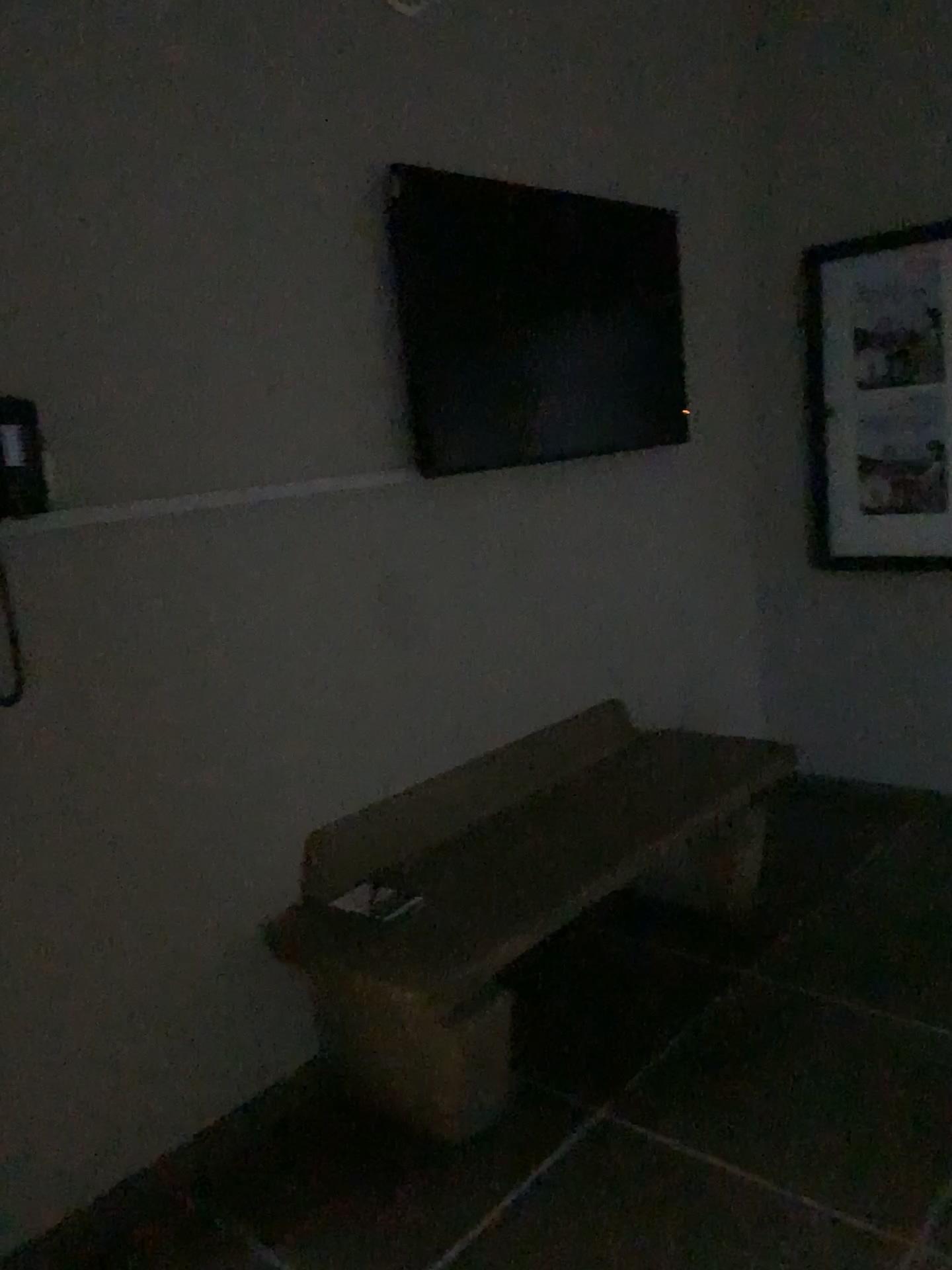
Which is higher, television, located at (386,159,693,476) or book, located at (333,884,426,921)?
television, located at (386,159,693,476)

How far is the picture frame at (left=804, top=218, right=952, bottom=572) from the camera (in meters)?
3.55

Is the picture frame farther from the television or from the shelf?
the shelf

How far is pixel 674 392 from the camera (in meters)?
3.45

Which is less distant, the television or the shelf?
the shelf

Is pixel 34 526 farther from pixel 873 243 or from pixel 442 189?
pixel 873 243

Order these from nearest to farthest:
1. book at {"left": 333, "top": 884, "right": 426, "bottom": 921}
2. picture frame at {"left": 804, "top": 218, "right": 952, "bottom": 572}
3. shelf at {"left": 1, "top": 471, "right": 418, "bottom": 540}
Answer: shelf at {"left": 1, "top": 471, "right": 418, "bottom": 540}
book at {"left": 333, "top": 884, "right": 426, "bottom": 921}
picture frame at {"left": 804, "top": 218, "right": 952, "bottom": 572}

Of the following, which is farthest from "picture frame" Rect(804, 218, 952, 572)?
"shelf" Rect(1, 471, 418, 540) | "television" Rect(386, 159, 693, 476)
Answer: "shelf" Rect(1, 471, 418, 540)

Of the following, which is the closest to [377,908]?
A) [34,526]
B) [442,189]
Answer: [34,526]

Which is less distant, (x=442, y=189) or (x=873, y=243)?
(x=442, y=189)
